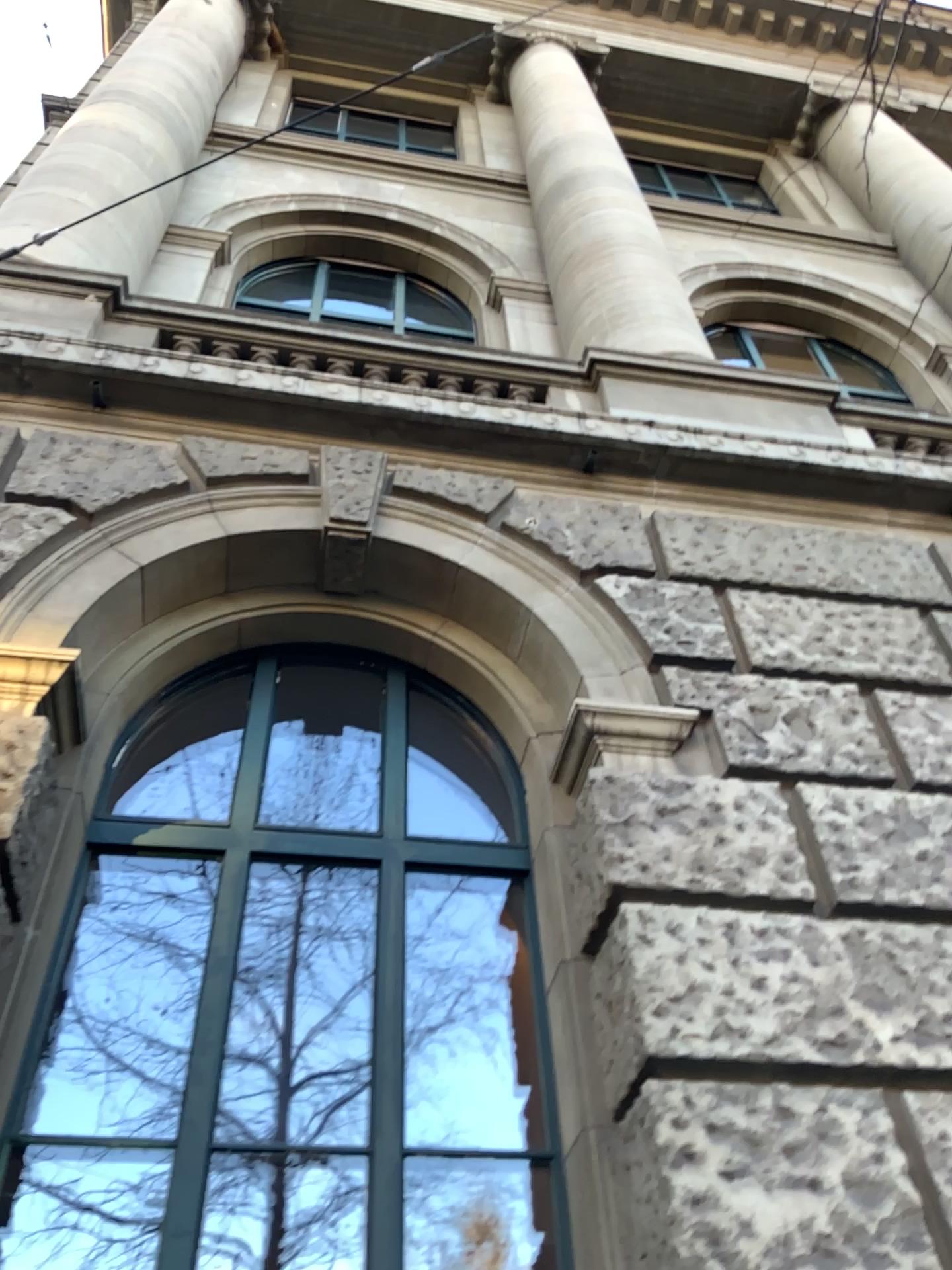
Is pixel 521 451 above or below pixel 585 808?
above
